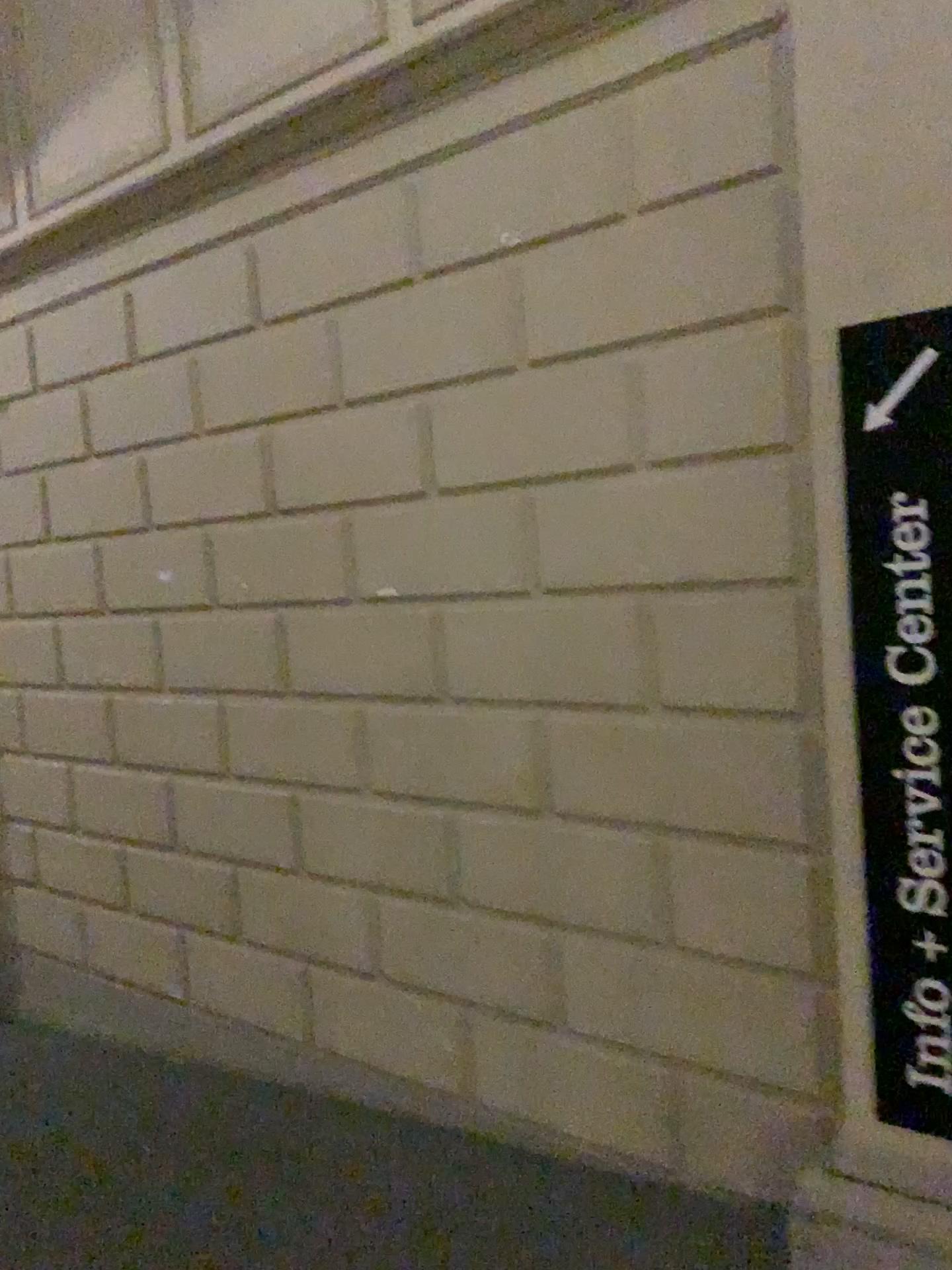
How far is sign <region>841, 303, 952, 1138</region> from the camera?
1.82m

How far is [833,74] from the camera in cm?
191

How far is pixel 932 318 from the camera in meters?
1.8
